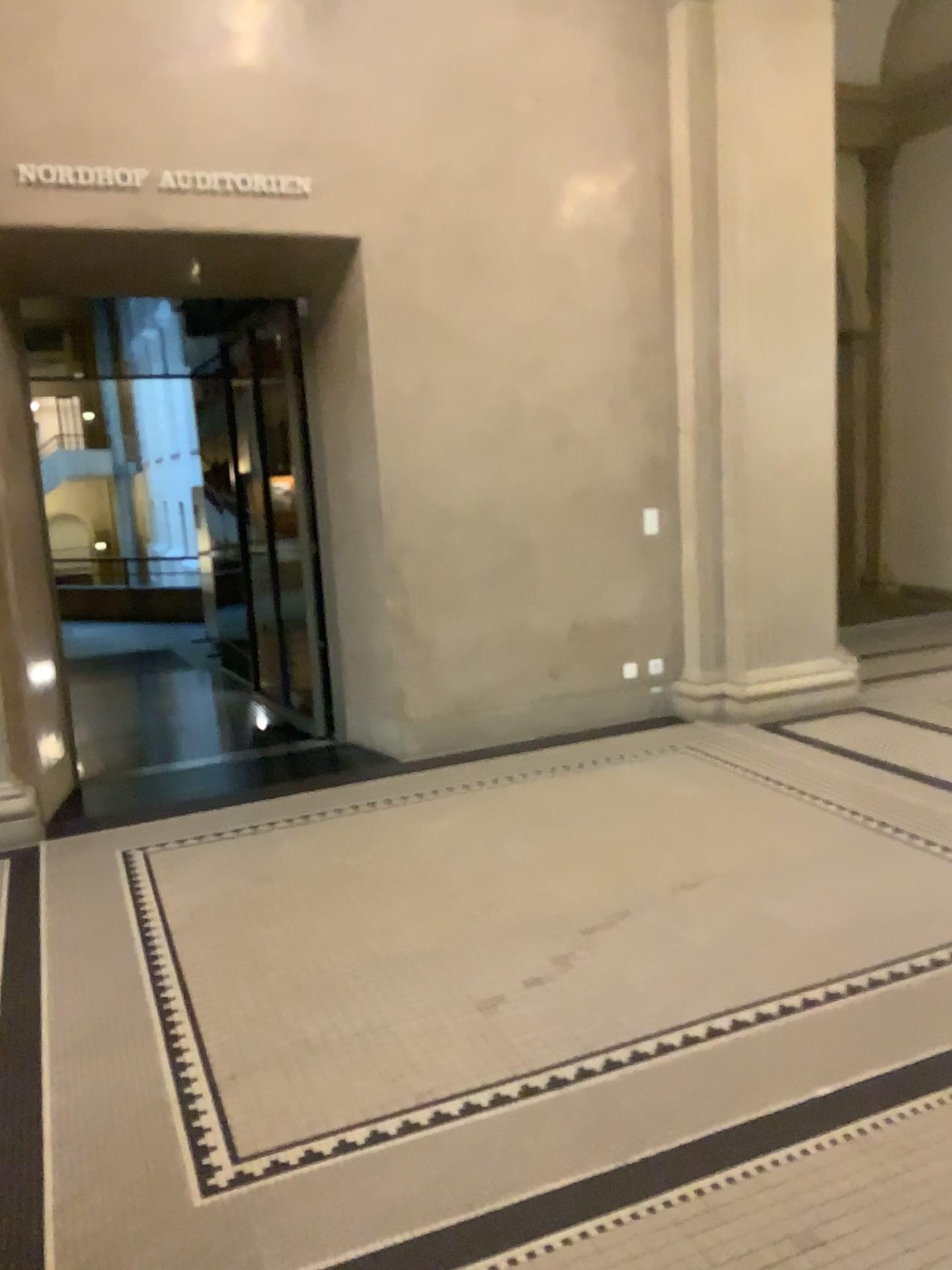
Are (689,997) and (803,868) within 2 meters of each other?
yes
